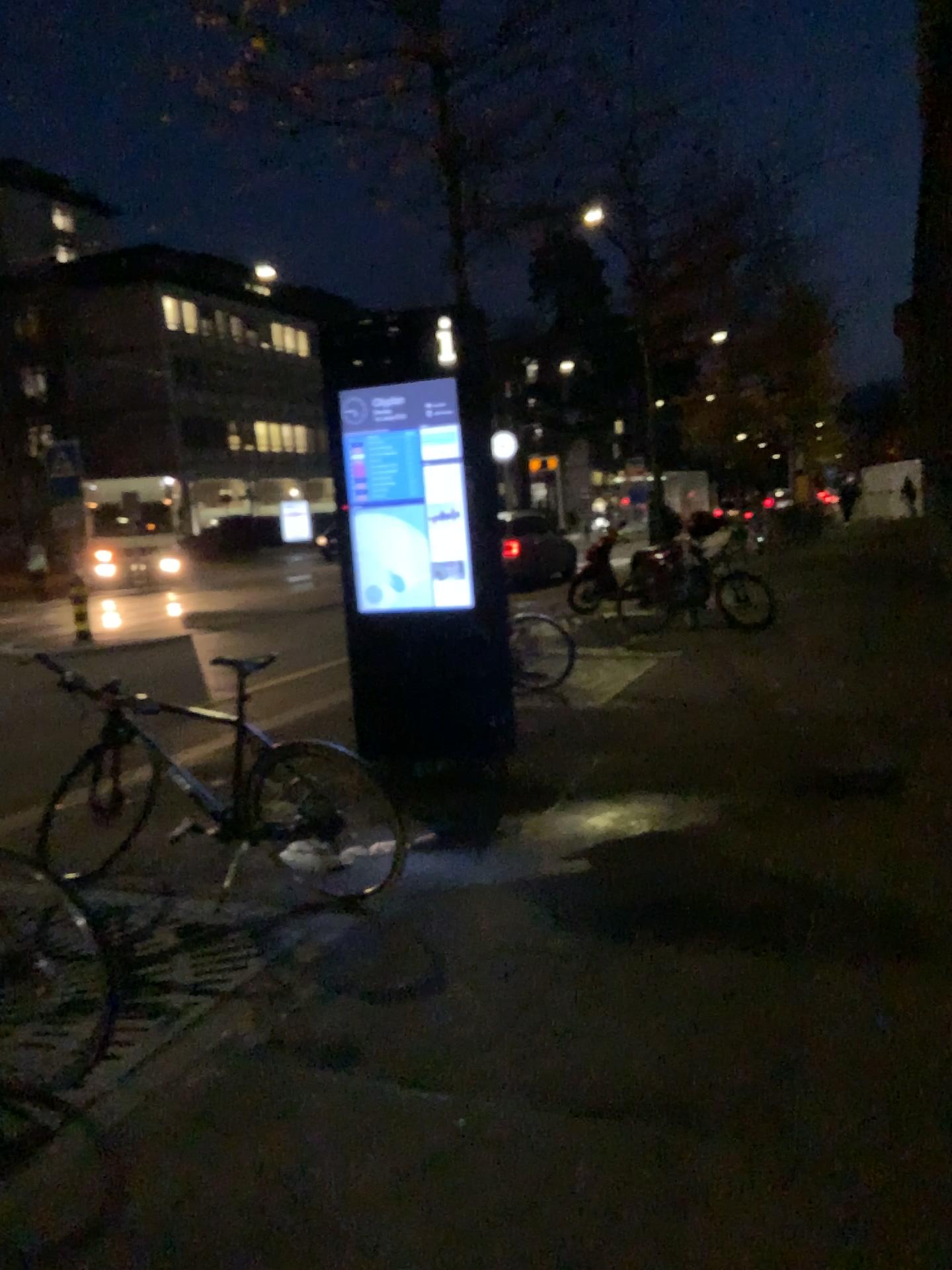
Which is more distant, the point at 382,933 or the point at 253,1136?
the point at 382,933
